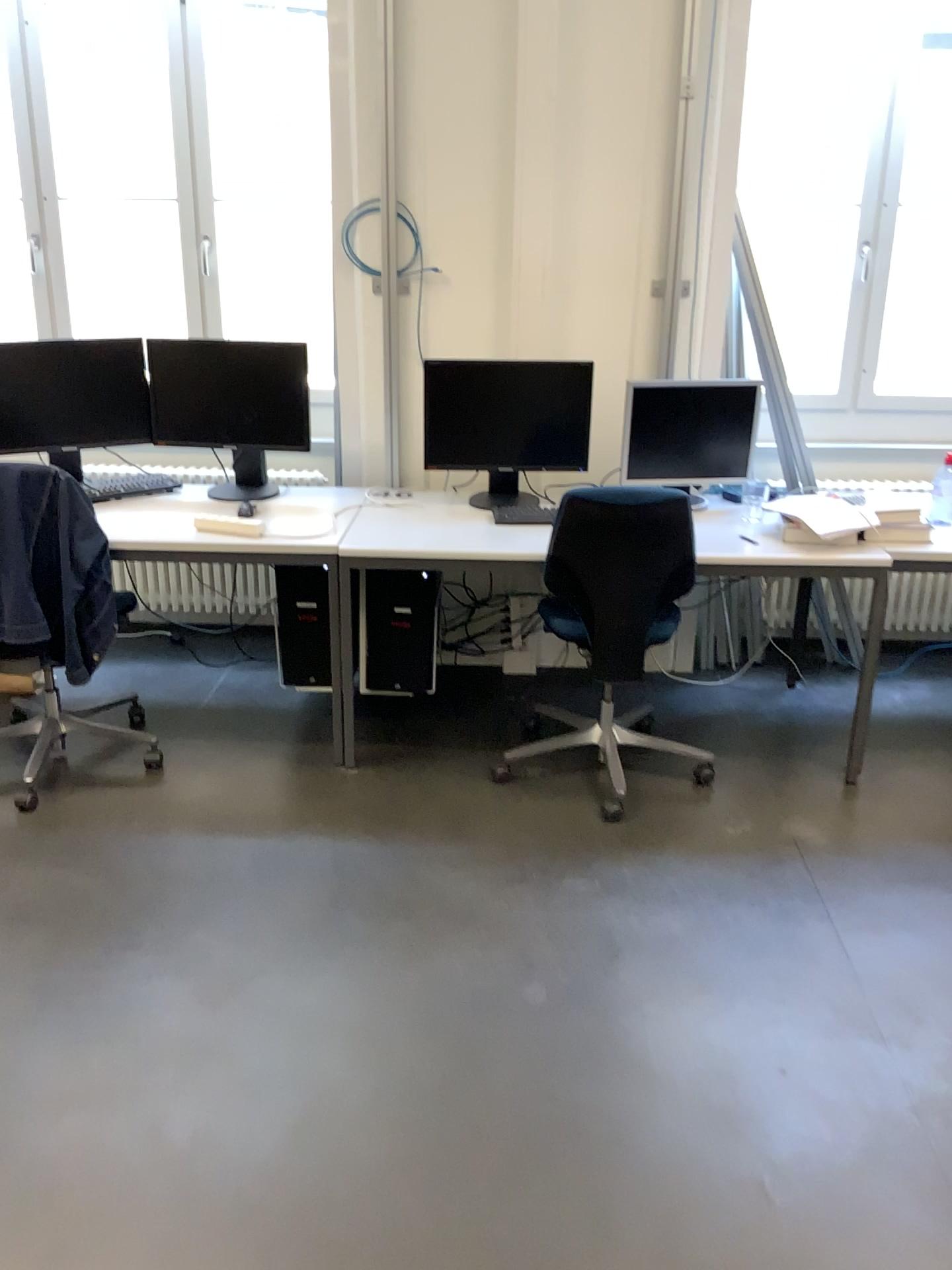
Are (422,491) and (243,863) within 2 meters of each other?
yes

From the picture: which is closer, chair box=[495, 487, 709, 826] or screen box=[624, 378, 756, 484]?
chair box=[495, 487, 709, 826]

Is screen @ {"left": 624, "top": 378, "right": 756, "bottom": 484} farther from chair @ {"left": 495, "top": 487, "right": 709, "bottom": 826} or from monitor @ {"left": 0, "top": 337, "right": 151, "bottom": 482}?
monitor @ {"left": 0, "top": 337, "right": 151, "bottom": 482}

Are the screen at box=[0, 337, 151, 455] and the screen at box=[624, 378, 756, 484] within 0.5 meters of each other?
no

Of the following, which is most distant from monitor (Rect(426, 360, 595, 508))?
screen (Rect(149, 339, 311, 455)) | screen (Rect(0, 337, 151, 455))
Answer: screen (Rect(0, 337, 151, 455))

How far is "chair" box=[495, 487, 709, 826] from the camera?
2.9 meters

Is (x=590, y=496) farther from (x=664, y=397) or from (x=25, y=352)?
(x=25, y=352)

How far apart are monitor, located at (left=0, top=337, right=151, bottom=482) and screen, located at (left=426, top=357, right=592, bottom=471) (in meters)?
1.00

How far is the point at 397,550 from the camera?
3.1m

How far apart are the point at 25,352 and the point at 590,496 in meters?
2.0 m
